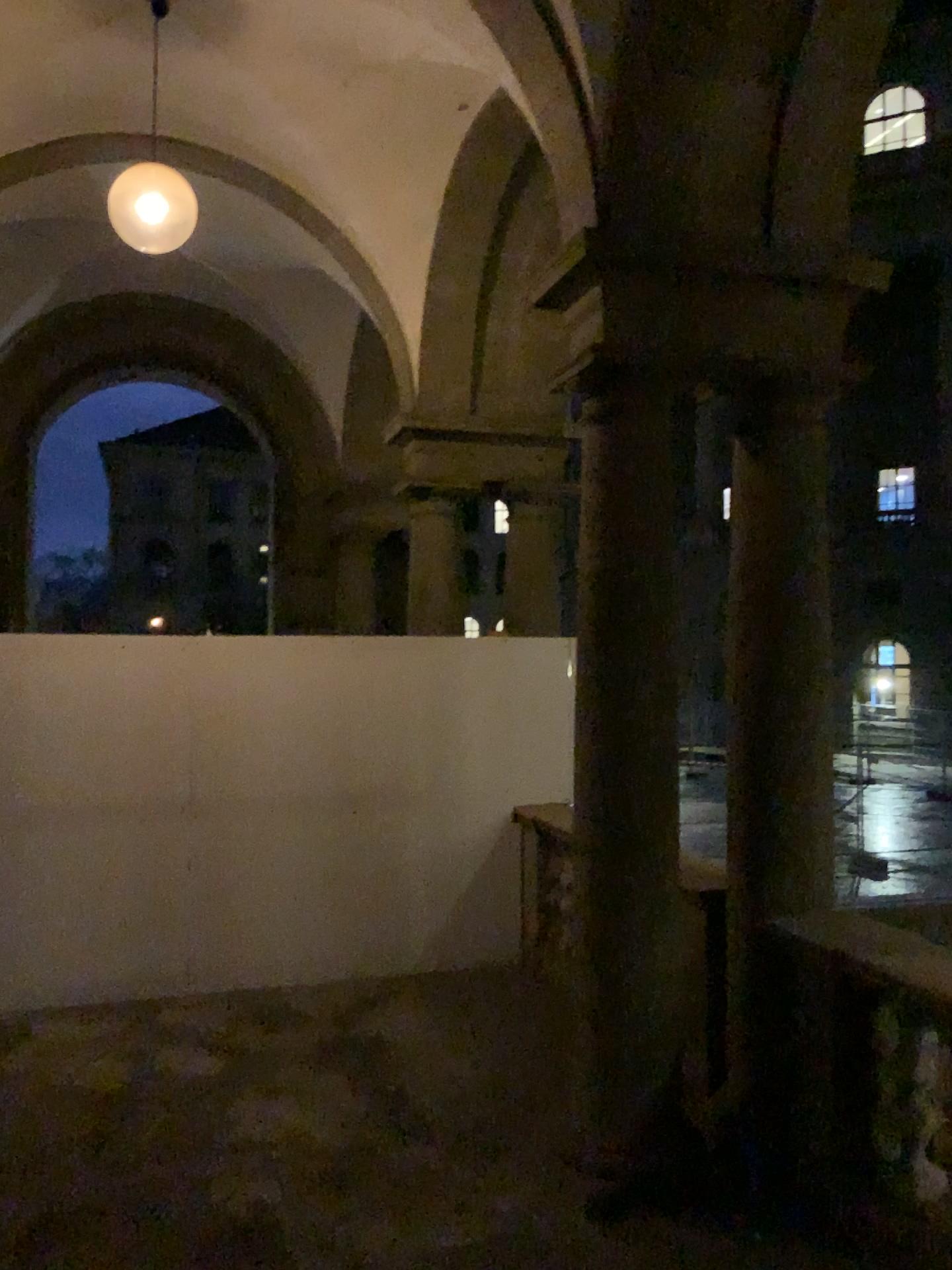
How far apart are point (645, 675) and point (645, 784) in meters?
0.4

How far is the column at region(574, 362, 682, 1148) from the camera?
3.9 meters

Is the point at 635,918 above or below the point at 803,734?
below

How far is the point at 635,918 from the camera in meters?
3.9 m
